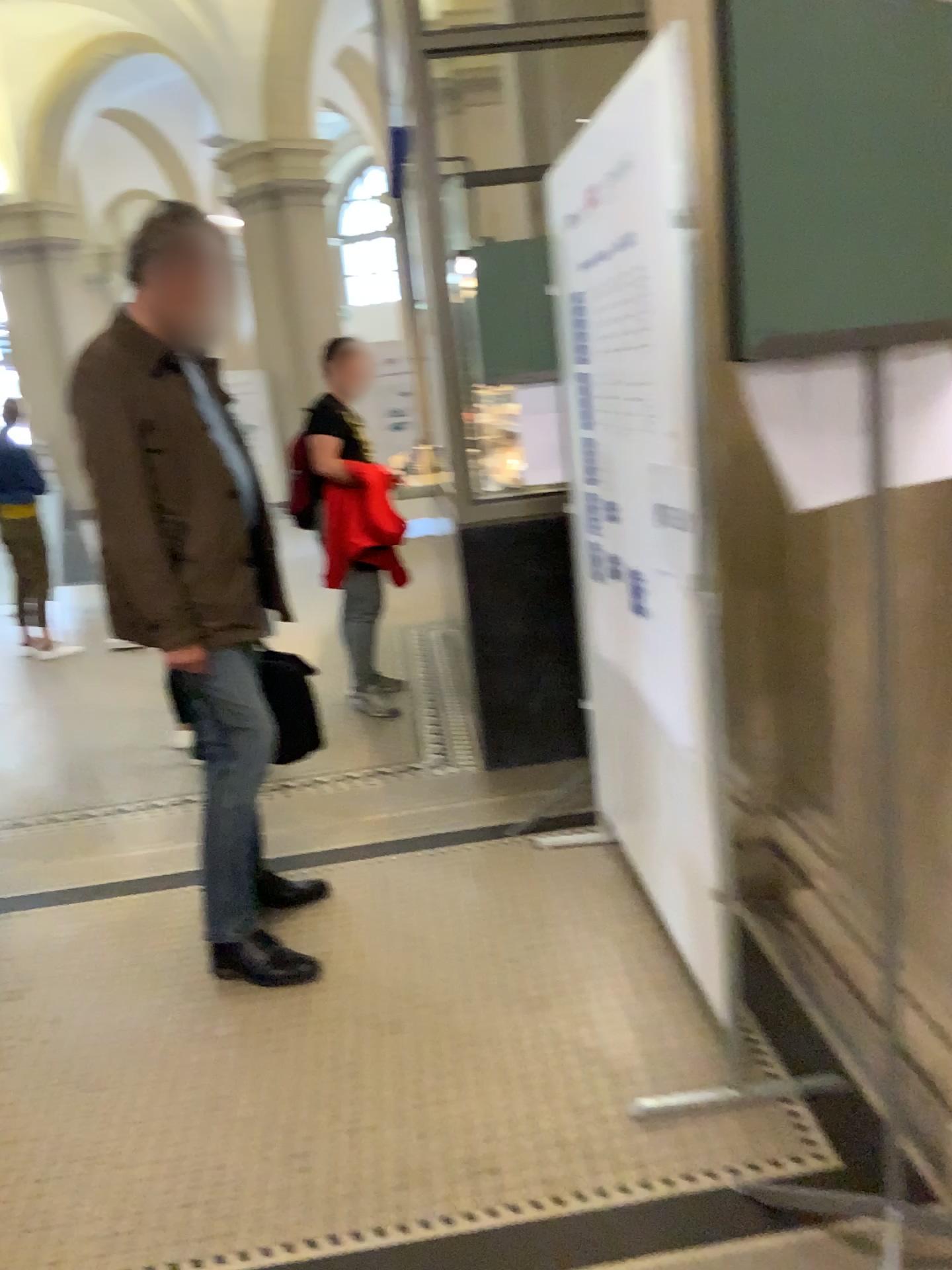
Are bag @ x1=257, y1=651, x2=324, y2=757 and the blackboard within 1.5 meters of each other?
no

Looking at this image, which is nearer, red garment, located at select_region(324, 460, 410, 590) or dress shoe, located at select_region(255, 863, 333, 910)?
dress shoe, located at select_region(255, 863, 333, 910)

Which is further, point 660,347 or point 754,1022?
point 754,1022

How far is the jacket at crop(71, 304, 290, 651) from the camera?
2.52m

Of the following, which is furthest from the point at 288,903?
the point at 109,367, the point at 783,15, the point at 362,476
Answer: the point at 783,15

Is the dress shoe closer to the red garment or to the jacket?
the jacket

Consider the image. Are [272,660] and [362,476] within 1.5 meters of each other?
no

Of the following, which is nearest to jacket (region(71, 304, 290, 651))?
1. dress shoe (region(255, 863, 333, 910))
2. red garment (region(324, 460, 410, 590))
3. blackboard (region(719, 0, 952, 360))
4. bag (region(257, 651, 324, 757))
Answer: bag (region(257, 651, 324, 757))

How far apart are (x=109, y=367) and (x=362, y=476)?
2.21m

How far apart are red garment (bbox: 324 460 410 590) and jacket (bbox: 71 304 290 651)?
1.99m
